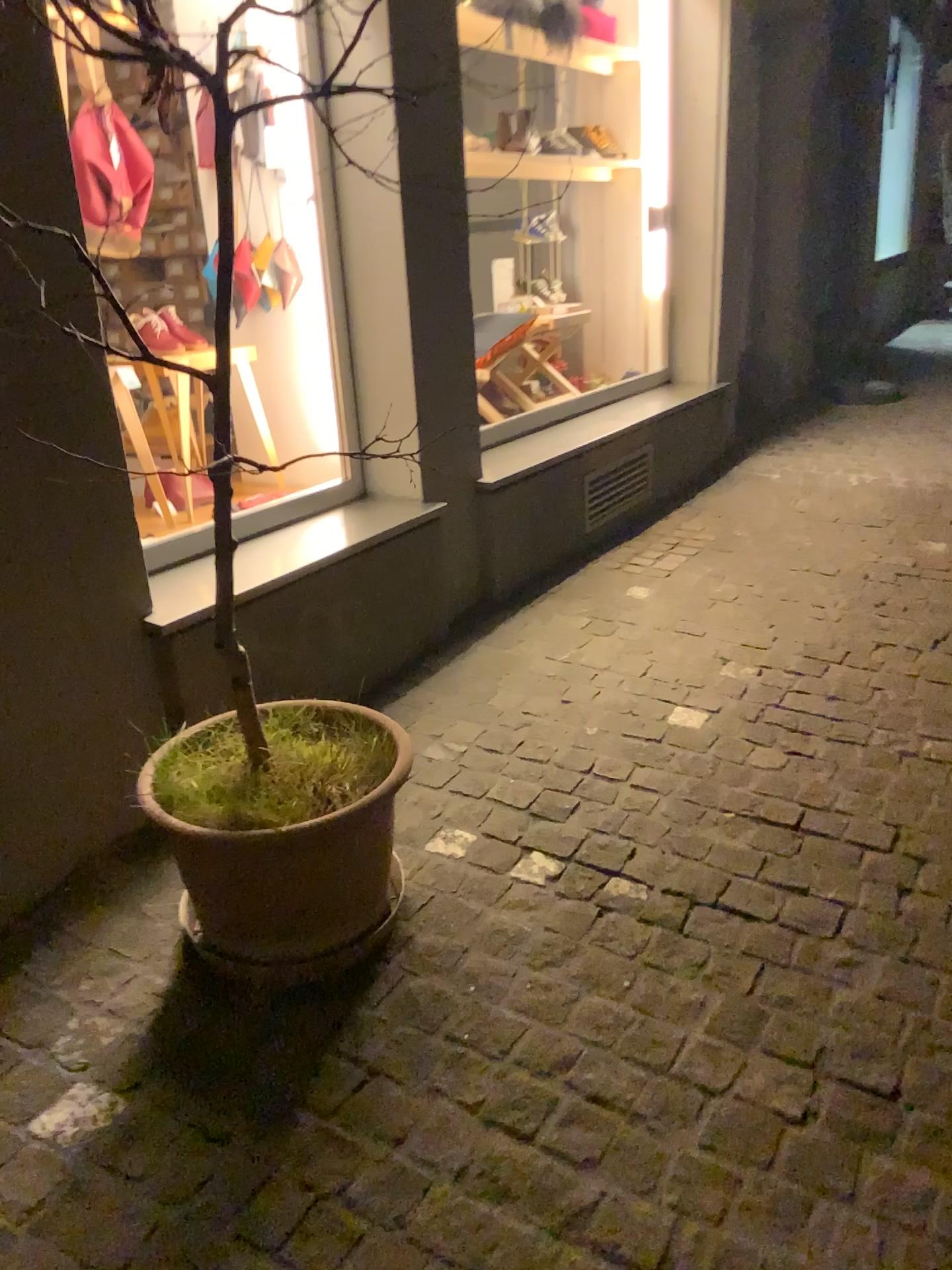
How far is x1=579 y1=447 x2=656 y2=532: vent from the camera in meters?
4.1

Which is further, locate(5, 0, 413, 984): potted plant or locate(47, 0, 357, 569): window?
locate(47, 0, 357, 569): window

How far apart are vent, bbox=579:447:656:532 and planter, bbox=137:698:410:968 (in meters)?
2.33

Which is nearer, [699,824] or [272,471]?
[699,824]

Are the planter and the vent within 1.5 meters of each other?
no

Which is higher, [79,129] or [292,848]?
[79,129]

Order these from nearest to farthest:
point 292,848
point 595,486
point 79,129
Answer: point 292,848, point 79,129, point 595,486

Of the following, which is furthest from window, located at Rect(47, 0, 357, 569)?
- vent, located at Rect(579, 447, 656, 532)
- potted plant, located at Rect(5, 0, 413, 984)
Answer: vent, located at Rect(579, 447, 656, 532)

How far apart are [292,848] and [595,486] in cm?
265

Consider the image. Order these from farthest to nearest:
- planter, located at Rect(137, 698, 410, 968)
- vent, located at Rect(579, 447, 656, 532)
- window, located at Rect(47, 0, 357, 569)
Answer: vent, located at Rect(579, 447, 656, 532), window, located at Rect(47, 0, 357, 569), planter, located at Rect(137, 698, 410, 968)
